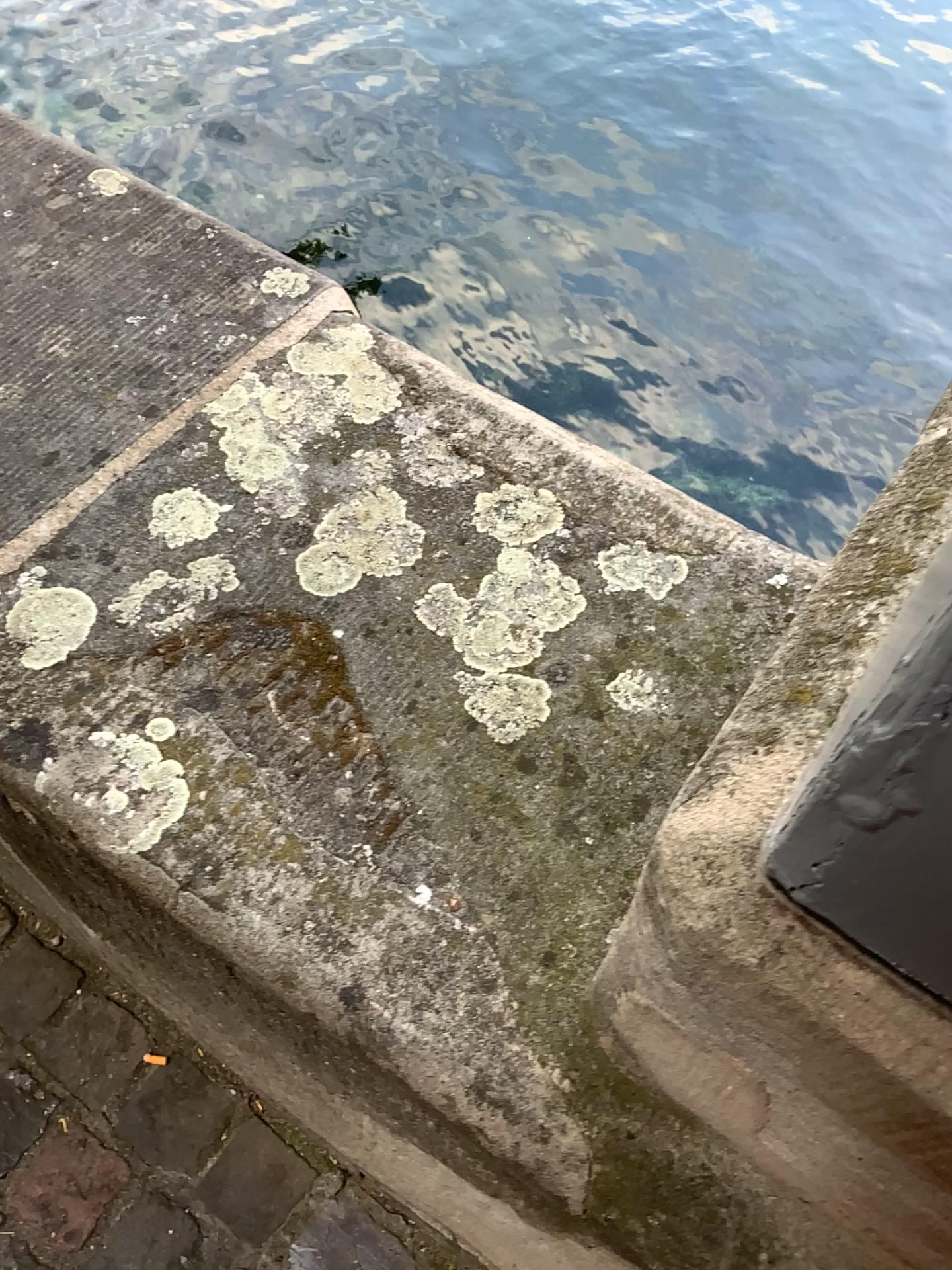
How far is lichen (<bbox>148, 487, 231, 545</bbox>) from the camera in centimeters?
69cm

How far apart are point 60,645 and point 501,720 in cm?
27

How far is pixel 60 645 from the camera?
0.63m

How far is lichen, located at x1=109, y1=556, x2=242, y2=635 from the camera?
0.6 meters

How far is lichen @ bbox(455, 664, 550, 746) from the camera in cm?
61

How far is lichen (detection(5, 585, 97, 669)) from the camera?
0.63m

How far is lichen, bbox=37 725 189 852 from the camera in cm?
58

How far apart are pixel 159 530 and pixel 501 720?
0.3 meters

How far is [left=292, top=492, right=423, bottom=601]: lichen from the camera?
0.7 meters

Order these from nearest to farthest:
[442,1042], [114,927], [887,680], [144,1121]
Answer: [887,680] < [442,1042] < [114,927] < [144,1121]
